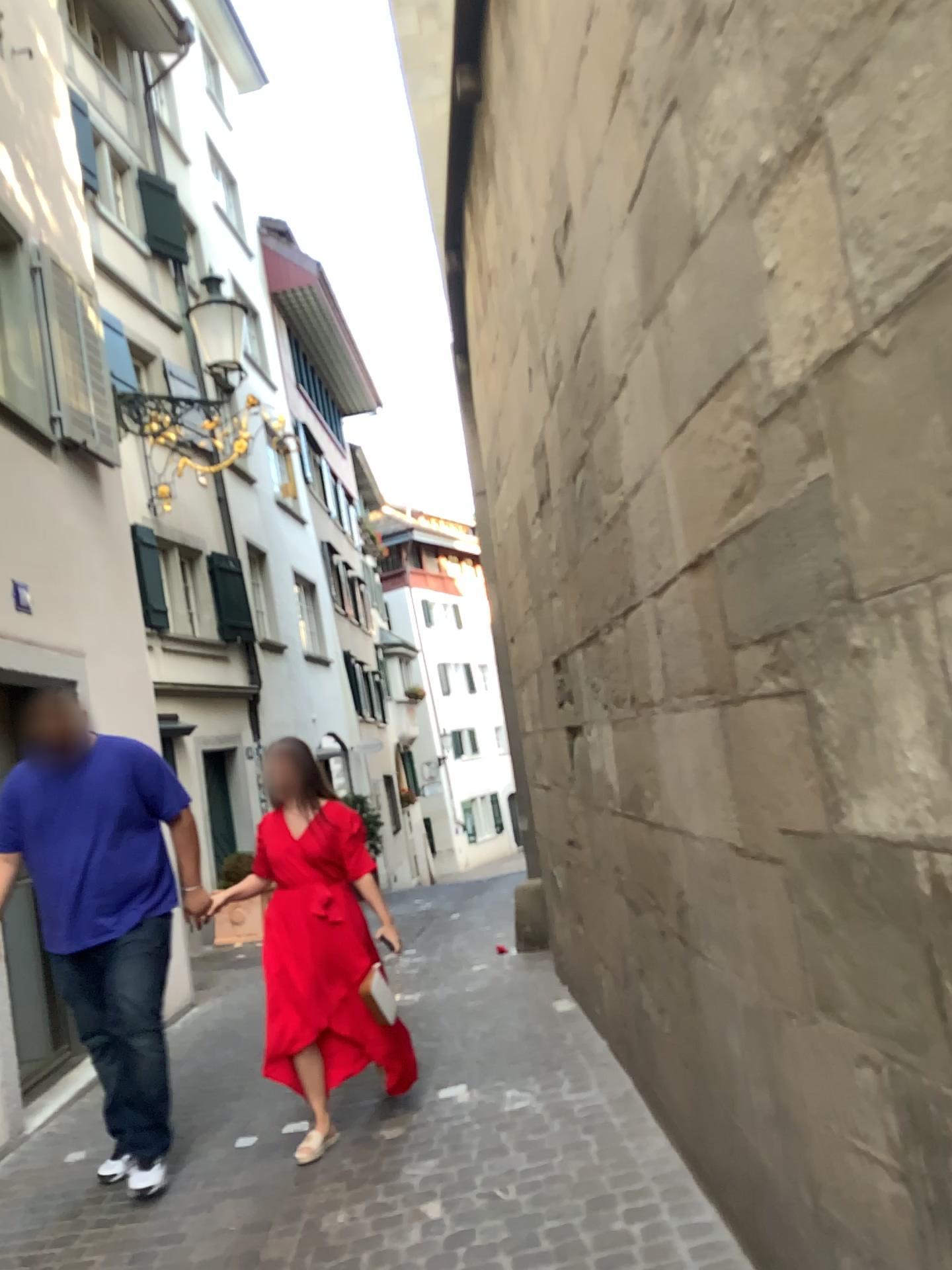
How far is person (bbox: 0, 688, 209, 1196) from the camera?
3.81m

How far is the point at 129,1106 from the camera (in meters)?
3.72

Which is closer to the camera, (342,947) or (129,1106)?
(129,1106)

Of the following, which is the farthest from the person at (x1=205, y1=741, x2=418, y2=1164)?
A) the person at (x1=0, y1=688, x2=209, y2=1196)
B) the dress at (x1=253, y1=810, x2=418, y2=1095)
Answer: the person at (x1=0, y1=688, x2=209, y2=1196)

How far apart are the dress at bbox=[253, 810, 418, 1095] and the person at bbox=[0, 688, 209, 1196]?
0.4m

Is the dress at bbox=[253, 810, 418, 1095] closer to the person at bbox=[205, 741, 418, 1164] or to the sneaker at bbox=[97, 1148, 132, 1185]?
the person at bbox=[205, 741, 418, 1164]

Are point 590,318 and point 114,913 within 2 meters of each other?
no

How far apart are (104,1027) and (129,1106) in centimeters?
29cm

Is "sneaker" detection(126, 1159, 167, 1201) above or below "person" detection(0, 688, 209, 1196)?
below

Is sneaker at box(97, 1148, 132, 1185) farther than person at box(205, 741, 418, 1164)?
No
